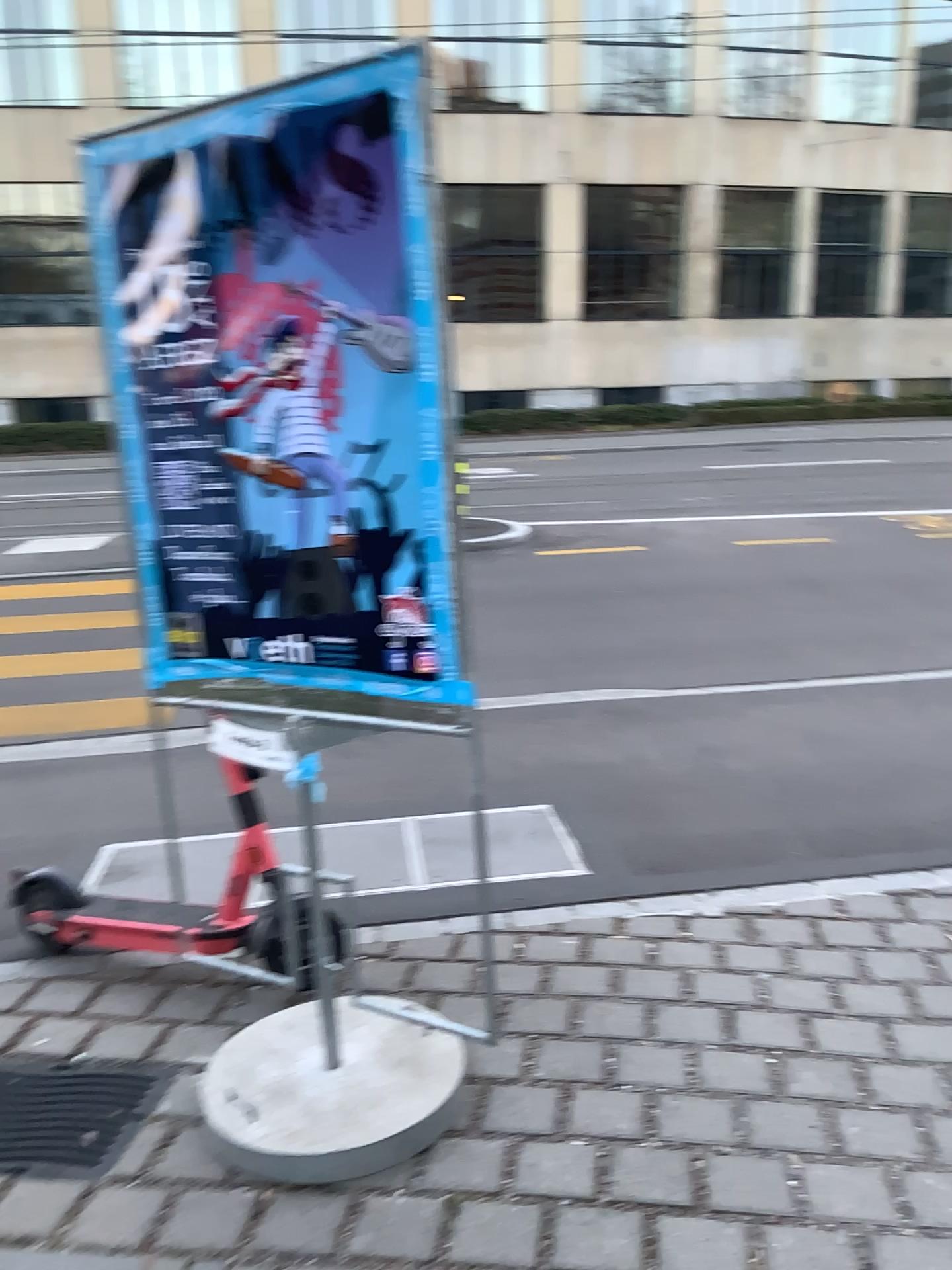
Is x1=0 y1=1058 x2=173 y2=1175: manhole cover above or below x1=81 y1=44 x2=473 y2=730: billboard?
below

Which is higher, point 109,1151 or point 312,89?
point 312,89

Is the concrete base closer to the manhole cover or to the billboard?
the manhole cover

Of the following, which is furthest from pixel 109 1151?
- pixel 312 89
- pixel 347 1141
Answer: pixel 312 89

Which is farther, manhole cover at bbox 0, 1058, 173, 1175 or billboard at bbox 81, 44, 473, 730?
manhole cover at bbox 0, 1058, 173, 1175

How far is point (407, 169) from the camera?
1.94m

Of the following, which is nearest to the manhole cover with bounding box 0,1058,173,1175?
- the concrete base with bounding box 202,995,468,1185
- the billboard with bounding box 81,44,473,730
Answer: the concrete base with bounding box 202,995,468,1185

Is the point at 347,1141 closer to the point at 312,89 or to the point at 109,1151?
the point at 109,1151

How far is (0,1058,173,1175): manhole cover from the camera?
2.4m
